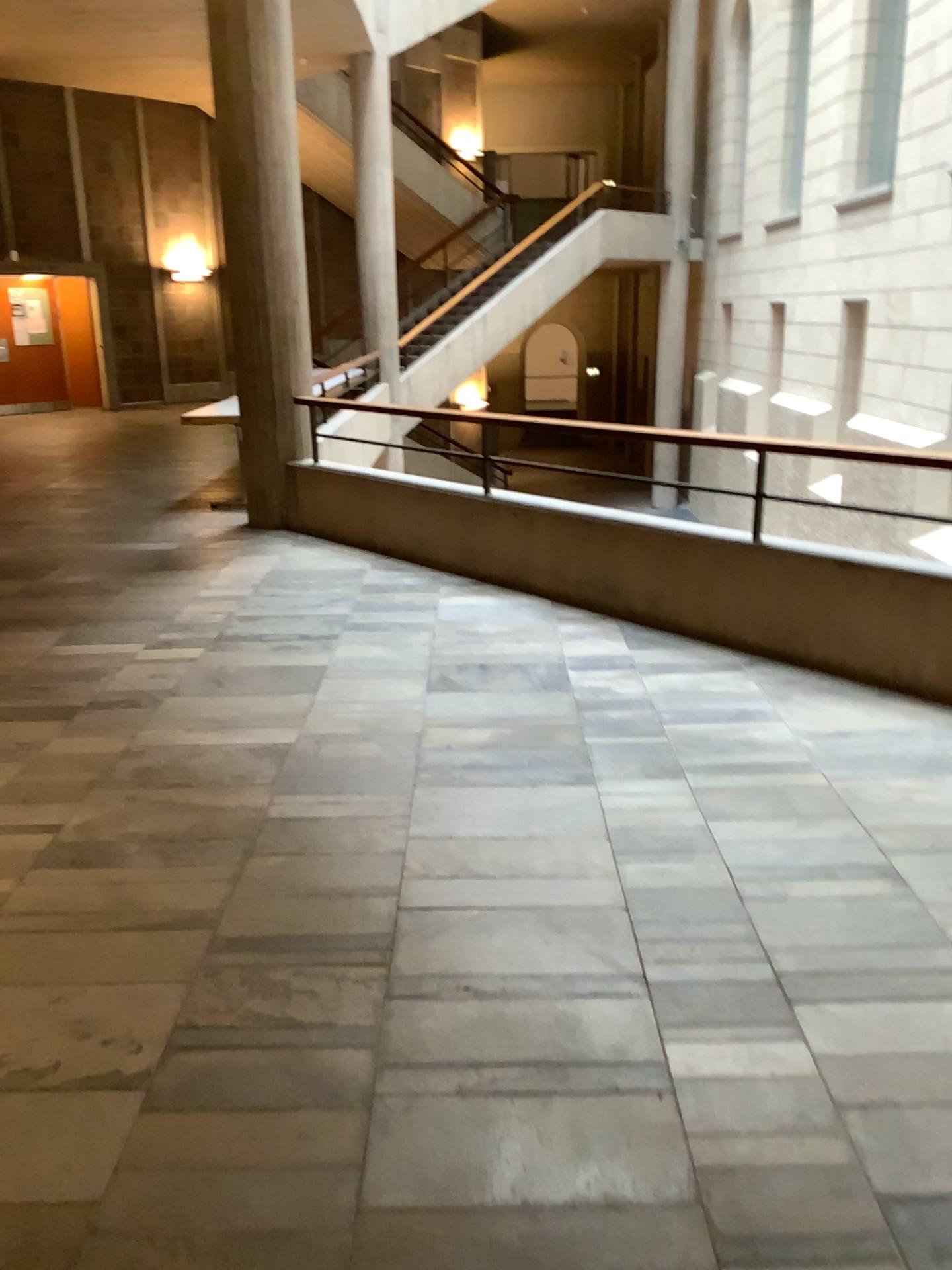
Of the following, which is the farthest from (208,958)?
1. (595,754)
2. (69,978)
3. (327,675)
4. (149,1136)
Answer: (327,675)
